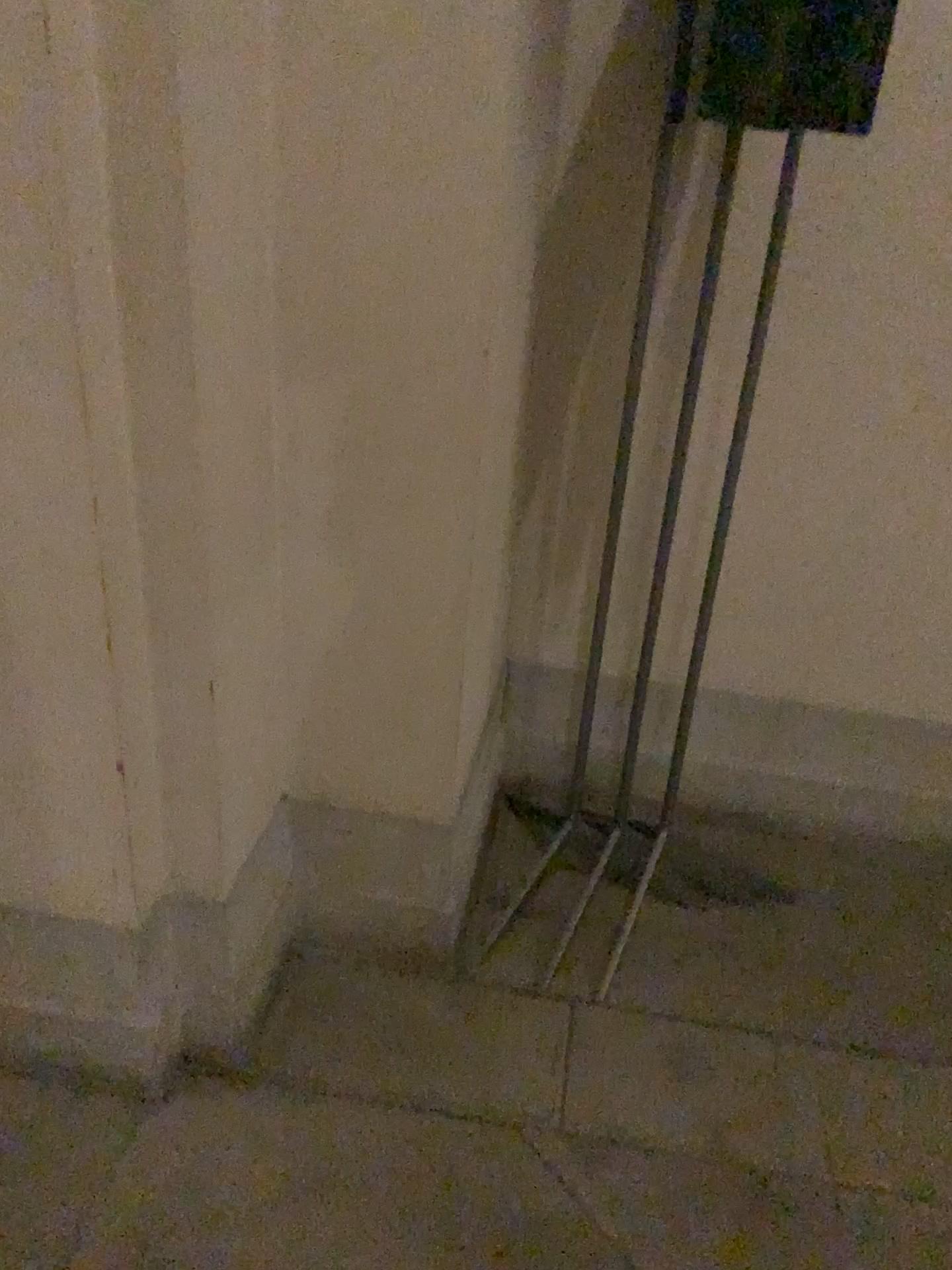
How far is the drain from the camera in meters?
2.2

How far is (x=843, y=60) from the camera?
1.4m

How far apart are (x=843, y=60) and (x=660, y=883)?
1.5 meters

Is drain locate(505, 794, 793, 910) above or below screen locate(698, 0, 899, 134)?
below

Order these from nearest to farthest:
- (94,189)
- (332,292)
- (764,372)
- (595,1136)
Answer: (94,189) < (332,292) < (595,1136) < (764,372)

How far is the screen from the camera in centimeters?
138cm

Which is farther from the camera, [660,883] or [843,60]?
[660,883]

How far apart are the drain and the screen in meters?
1.4

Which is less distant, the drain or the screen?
the screen
